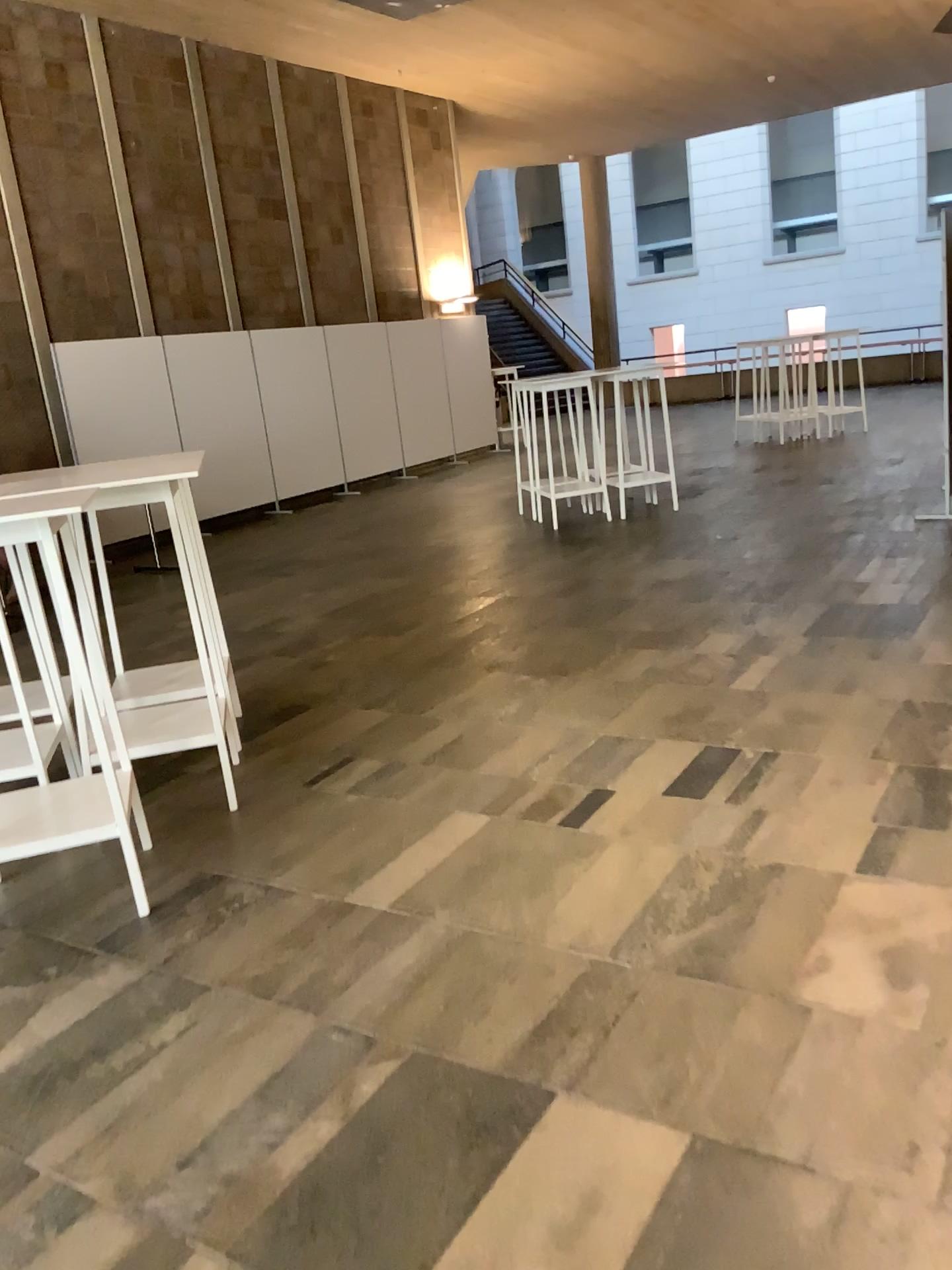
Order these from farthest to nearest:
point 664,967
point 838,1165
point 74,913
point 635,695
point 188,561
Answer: point 635,695 → point 188,561 → point 74,913 → point 664,967 → point 838,1165
